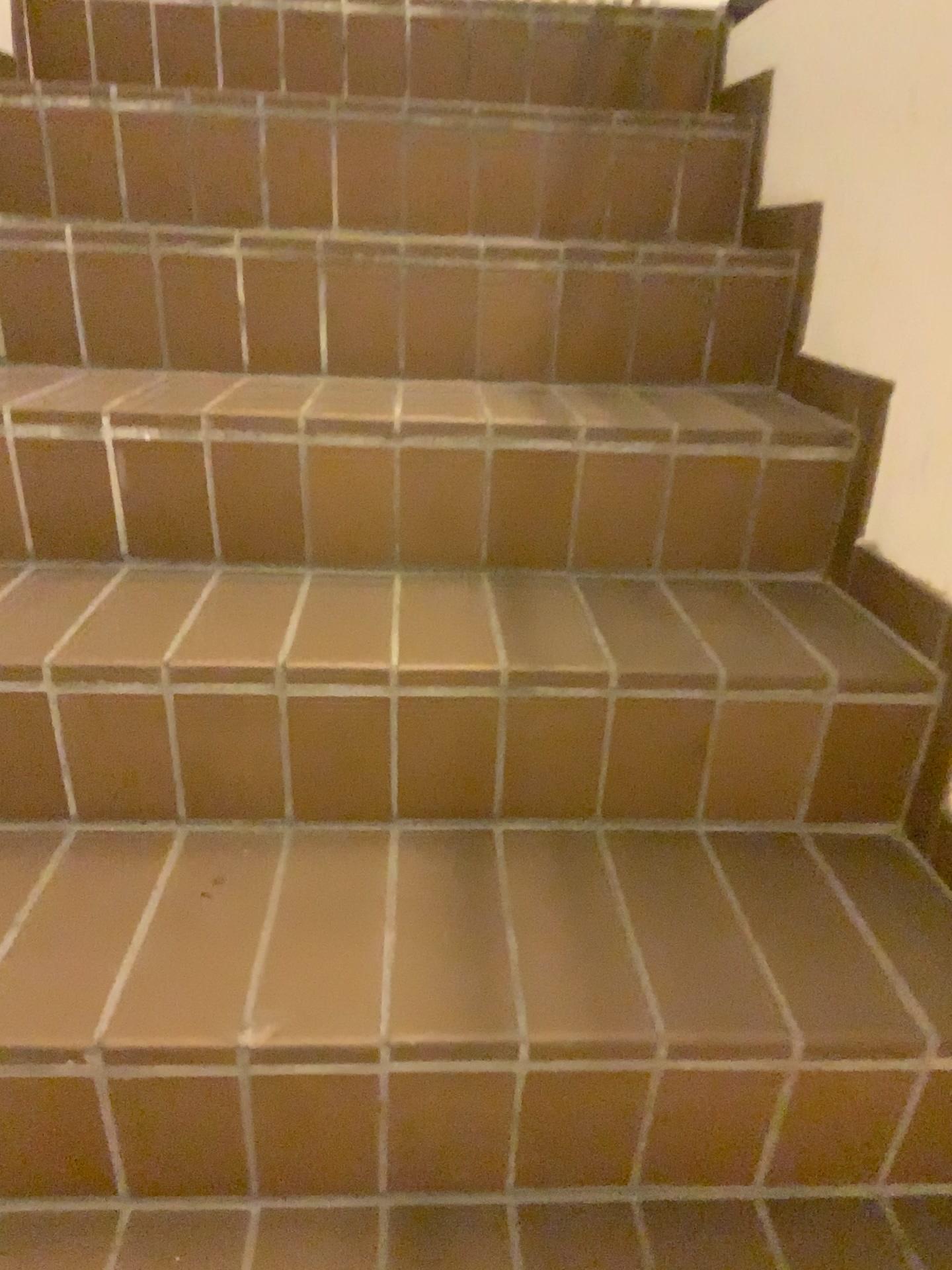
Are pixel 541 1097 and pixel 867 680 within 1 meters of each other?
yes
